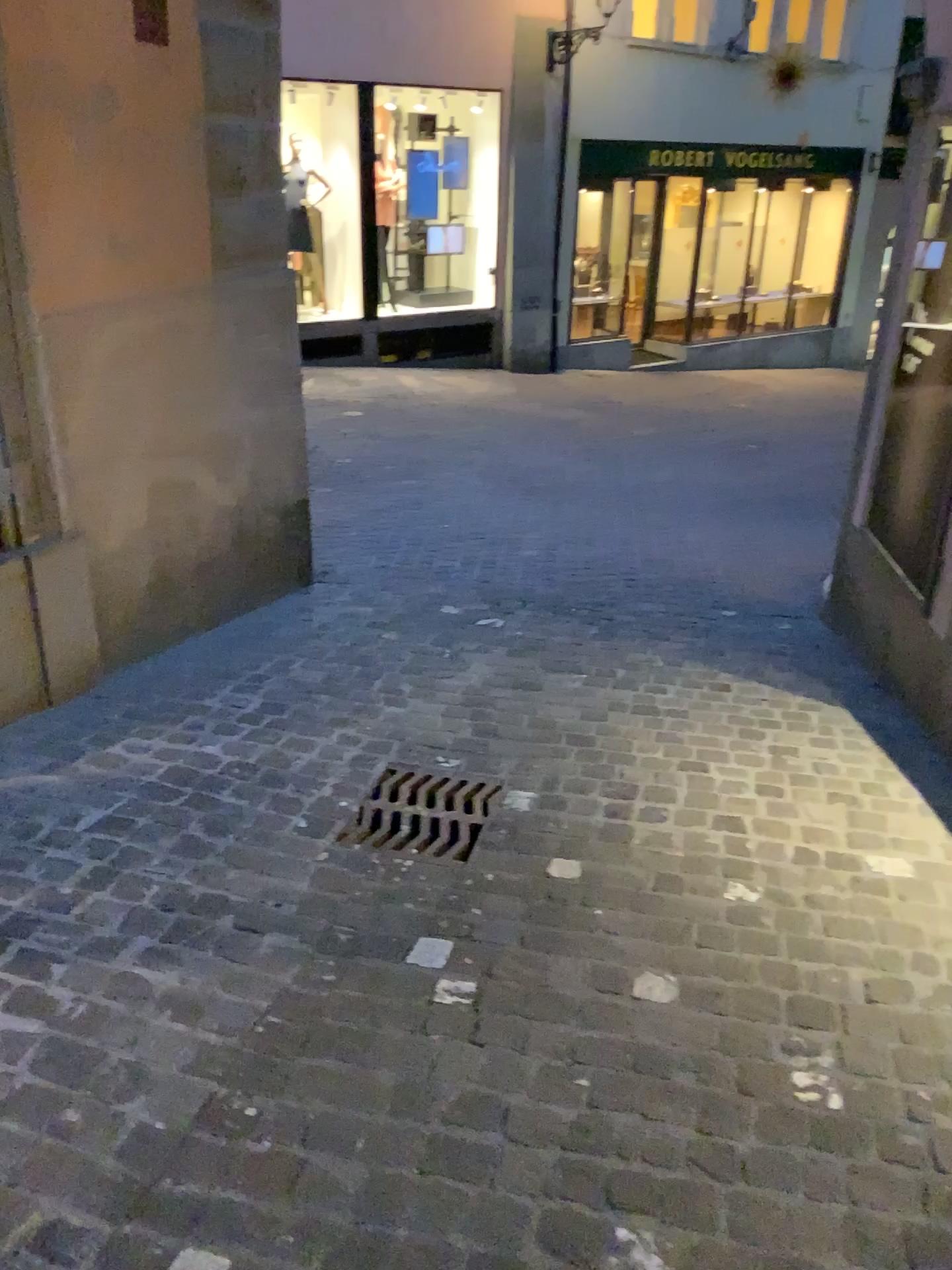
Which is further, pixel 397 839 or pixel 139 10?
pixel 139 10

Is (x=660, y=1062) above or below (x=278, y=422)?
below

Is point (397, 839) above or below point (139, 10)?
below

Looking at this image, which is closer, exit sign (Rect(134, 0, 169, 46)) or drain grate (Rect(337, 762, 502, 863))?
drain grate (Rect(337, 762, 502, 863))

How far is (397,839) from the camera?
2.8m

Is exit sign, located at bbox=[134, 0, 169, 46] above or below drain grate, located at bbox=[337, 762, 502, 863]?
above

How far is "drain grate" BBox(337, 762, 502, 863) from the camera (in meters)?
2.77
